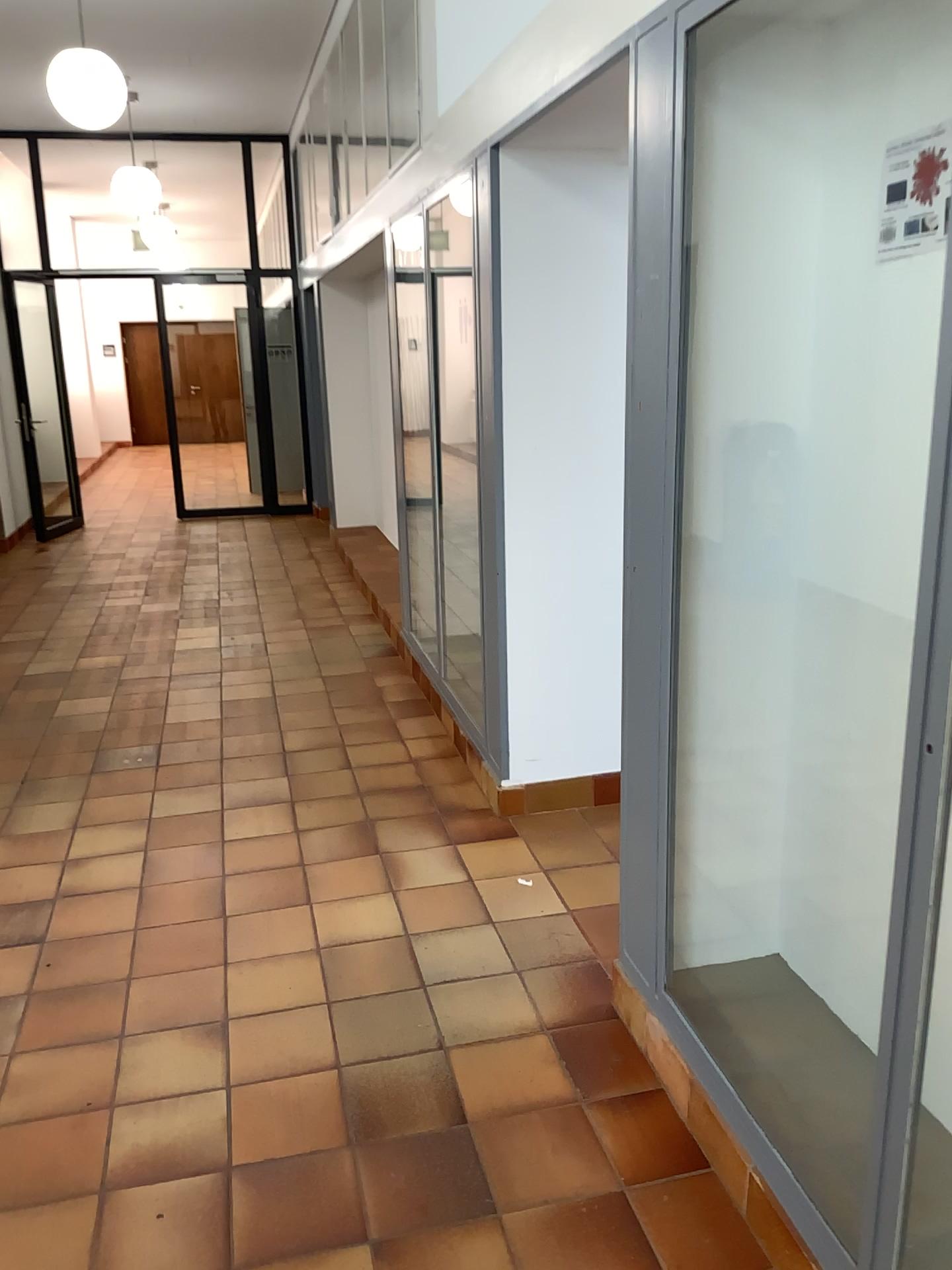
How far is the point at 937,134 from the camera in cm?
178

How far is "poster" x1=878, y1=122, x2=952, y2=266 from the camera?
1.78m

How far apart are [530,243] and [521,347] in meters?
0.3
